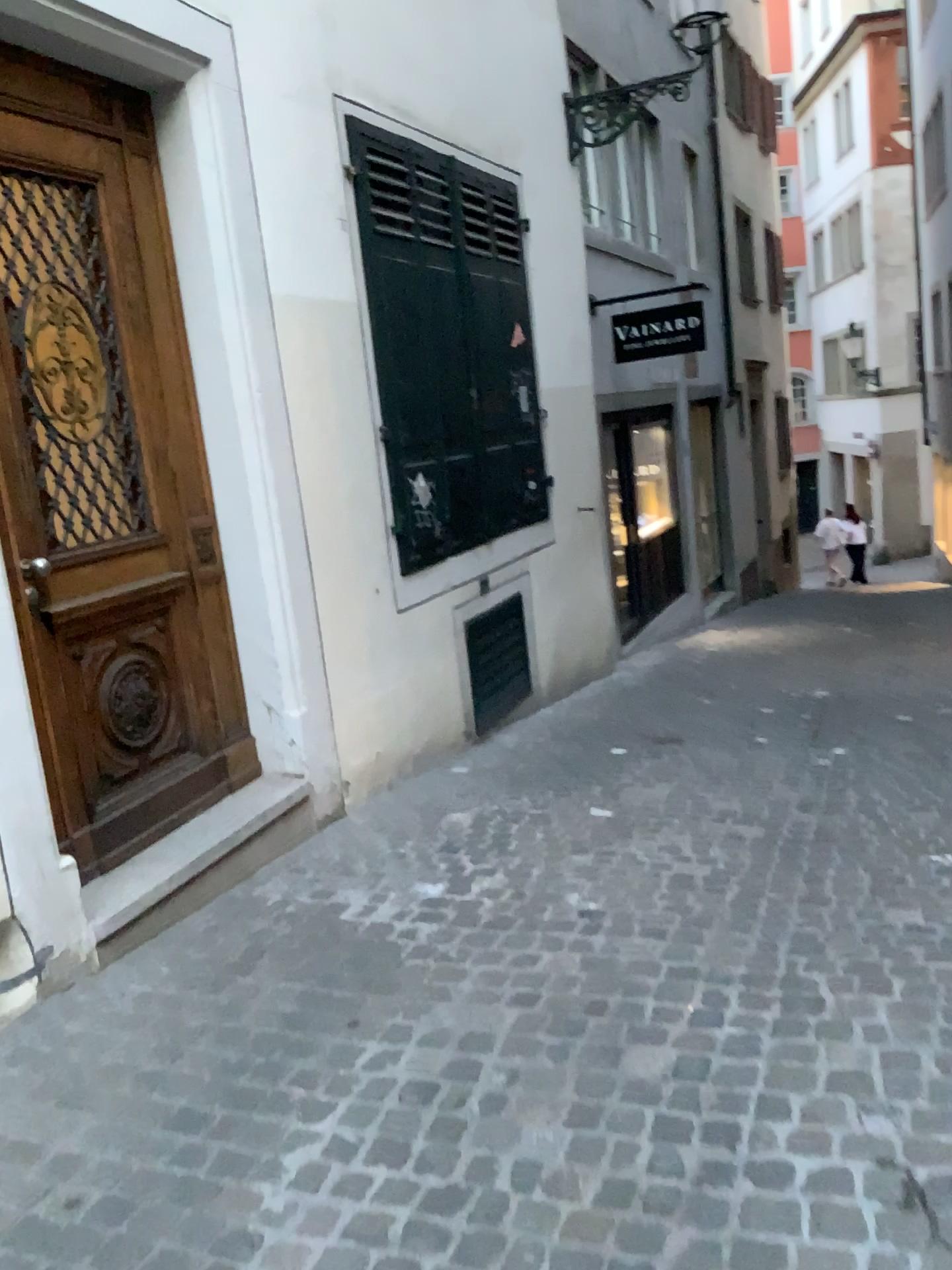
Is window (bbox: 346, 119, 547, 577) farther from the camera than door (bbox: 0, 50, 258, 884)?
Yes

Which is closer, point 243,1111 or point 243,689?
point 243,1111

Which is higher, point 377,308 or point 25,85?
point 25,85

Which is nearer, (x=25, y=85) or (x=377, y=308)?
(x=25, y=85)
